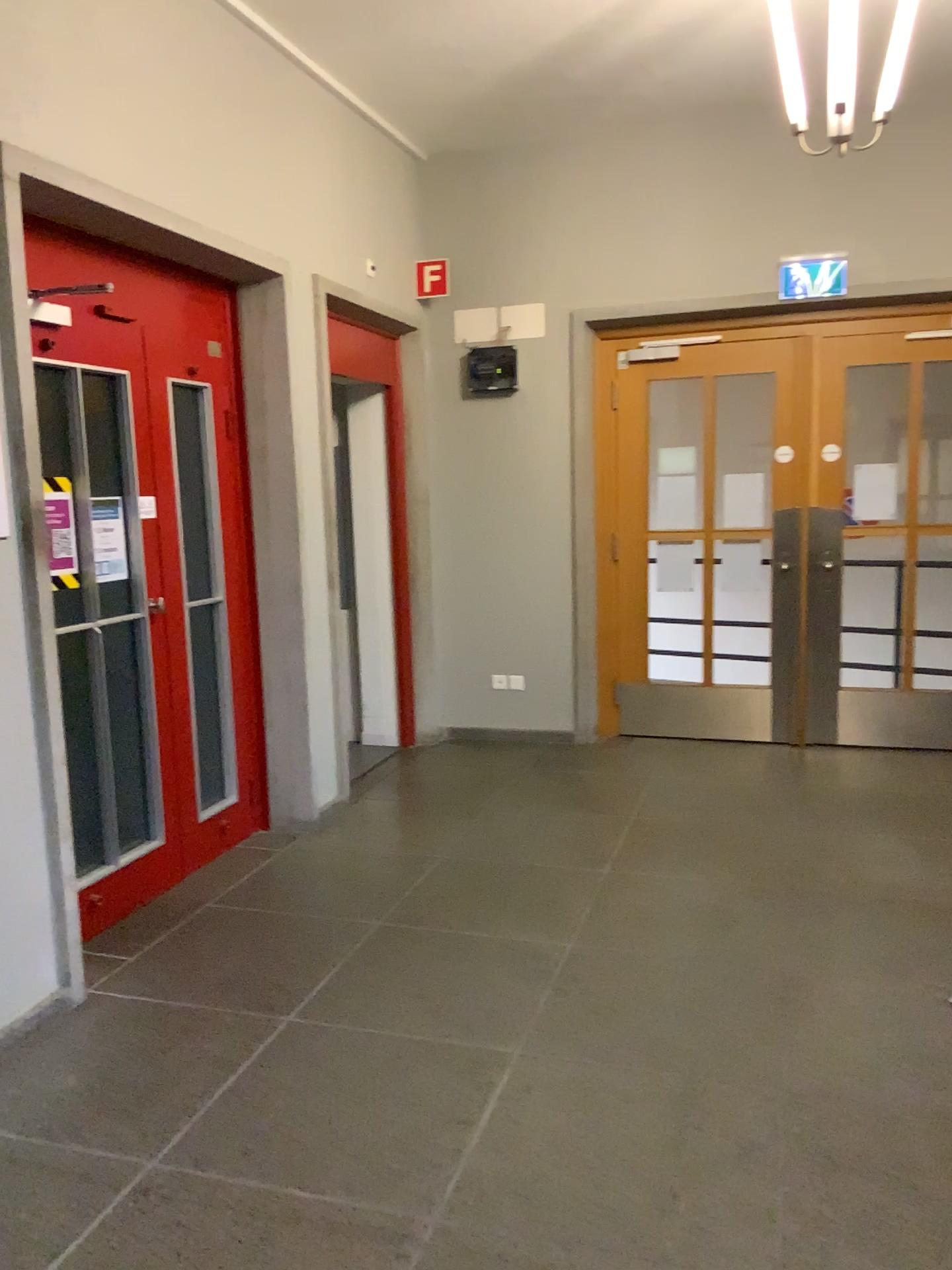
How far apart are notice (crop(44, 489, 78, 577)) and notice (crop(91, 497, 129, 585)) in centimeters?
30cm

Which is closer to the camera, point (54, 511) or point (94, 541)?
point (54, 511)

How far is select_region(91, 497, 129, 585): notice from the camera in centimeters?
345cm

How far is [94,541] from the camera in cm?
345

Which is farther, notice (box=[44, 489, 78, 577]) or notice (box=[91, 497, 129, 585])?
notice (box=[91, 497, 129, 585])

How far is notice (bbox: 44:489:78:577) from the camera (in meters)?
2.99

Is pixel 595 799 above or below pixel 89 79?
below

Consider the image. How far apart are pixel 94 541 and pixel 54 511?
0.5m
